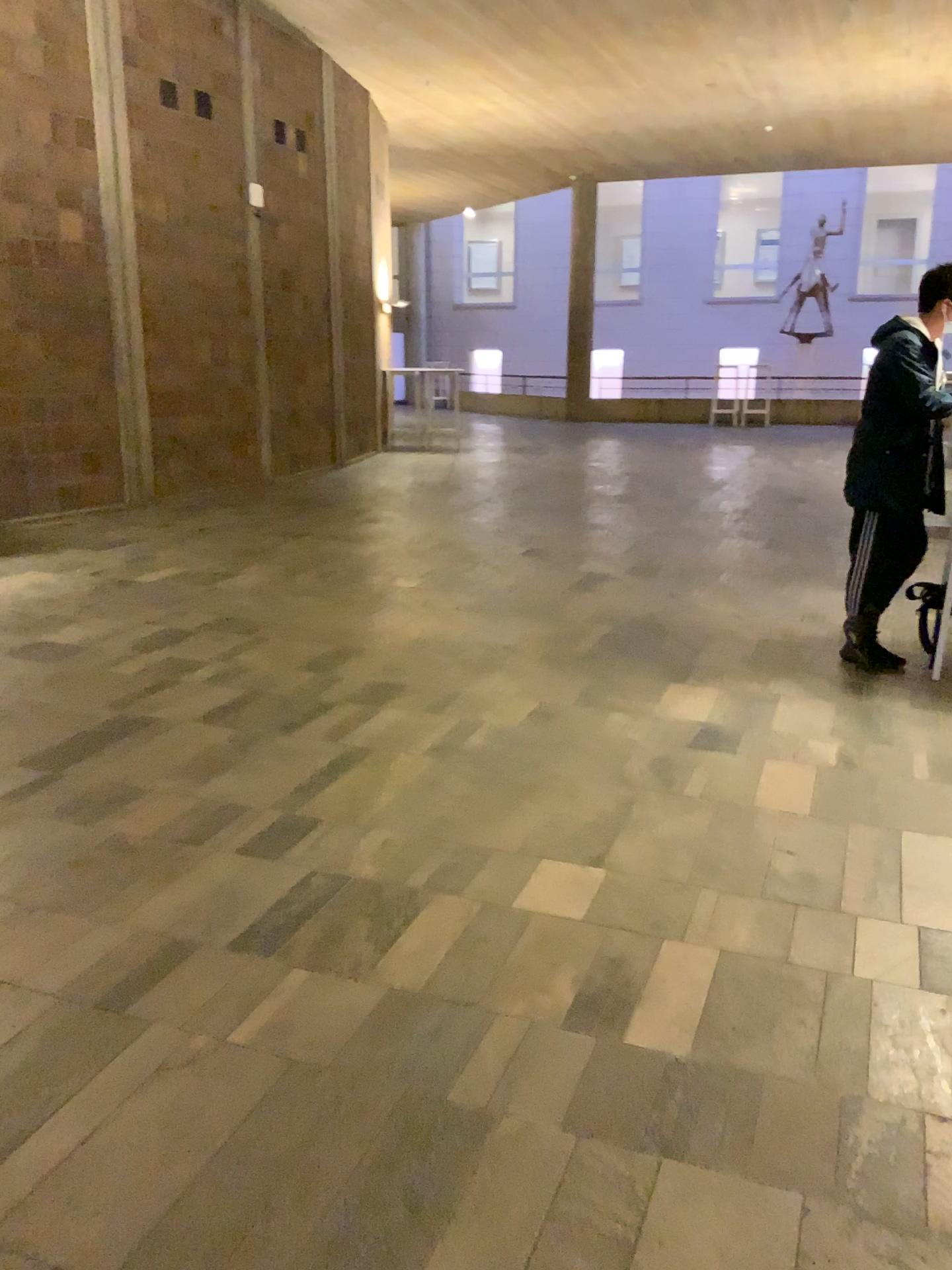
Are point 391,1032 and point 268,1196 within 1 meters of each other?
yes
